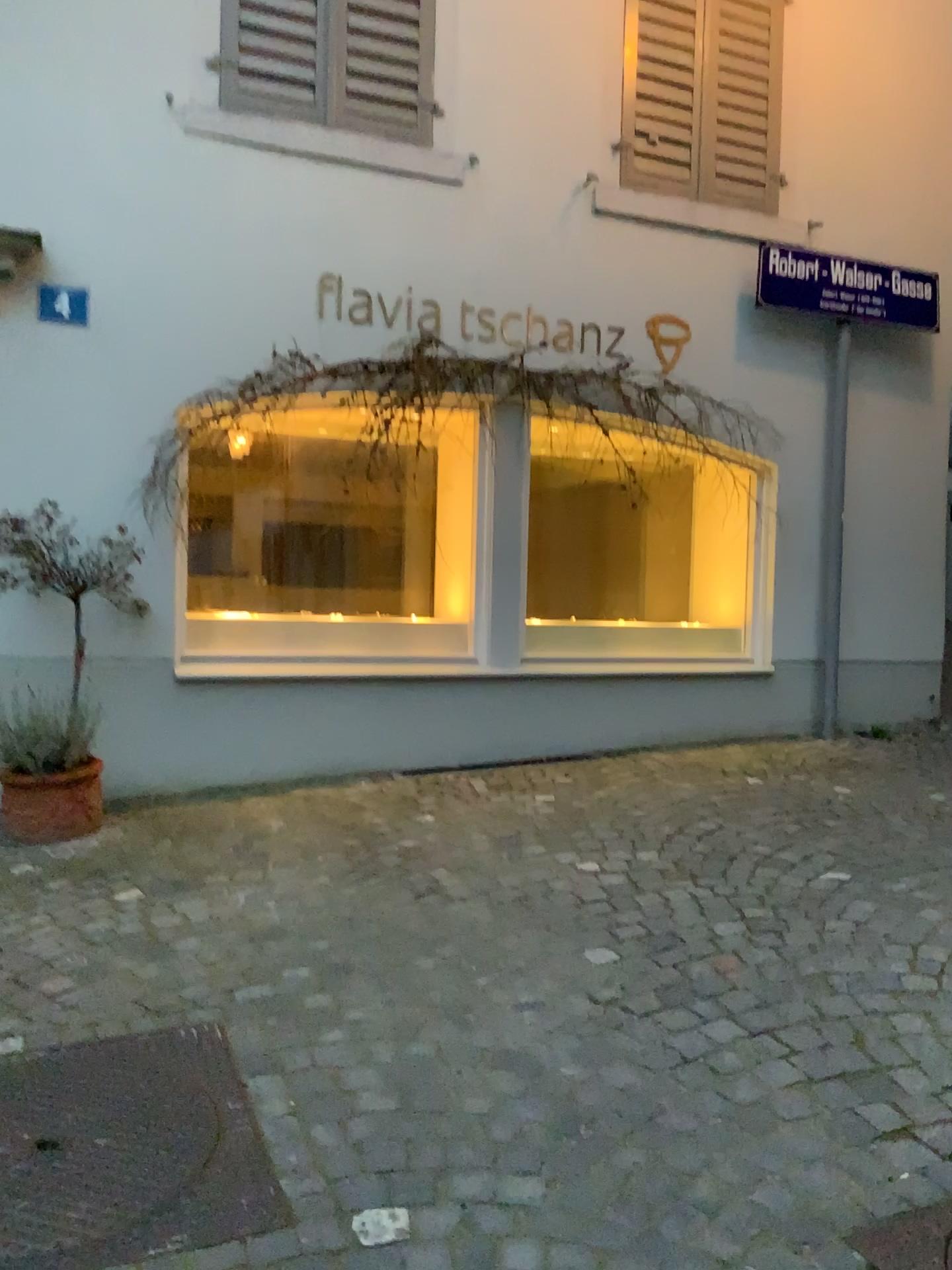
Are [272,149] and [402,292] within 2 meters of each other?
yes

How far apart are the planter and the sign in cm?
189

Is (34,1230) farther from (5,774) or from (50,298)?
(50,298)

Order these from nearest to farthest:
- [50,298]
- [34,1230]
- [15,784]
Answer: [34,1230]
[15,784]
[50,298]

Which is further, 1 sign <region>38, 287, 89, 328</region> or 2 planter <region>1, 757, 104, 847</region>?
1 sign <region>38, 287, 89, 328</region>

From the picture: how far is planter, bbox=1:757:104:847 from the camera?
3.9m

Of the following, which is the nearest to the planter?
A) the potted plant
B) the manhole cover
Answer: the potted plant

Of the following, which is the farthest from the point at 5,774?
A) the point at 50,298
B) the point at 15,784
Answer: the point at 50,298

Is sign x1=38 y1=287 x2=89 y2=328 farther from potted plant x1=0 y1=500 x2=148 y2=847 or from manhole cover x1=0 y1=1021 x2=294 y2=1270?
manhole cover x1=0 y1=1021 x2=294 y2=1270

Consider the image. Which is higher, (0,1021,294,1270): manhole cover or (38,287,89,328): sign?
(38,287,89,328): sign
